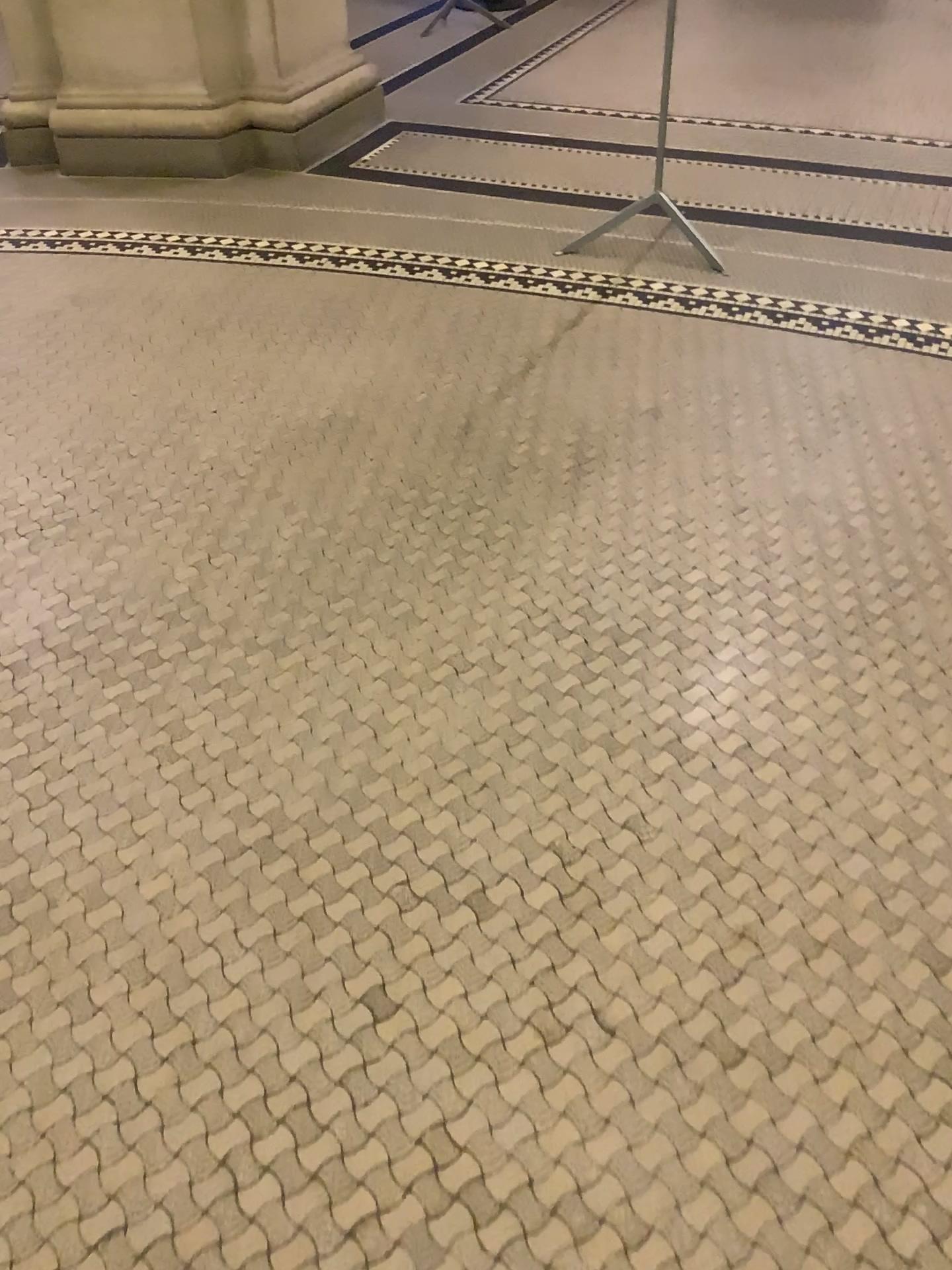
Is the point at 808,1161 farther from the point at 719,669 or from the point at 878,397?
the point at 878,397

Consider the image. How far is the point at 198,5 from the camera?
3.8m

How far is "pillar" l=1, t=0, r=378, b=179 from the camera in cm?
383
